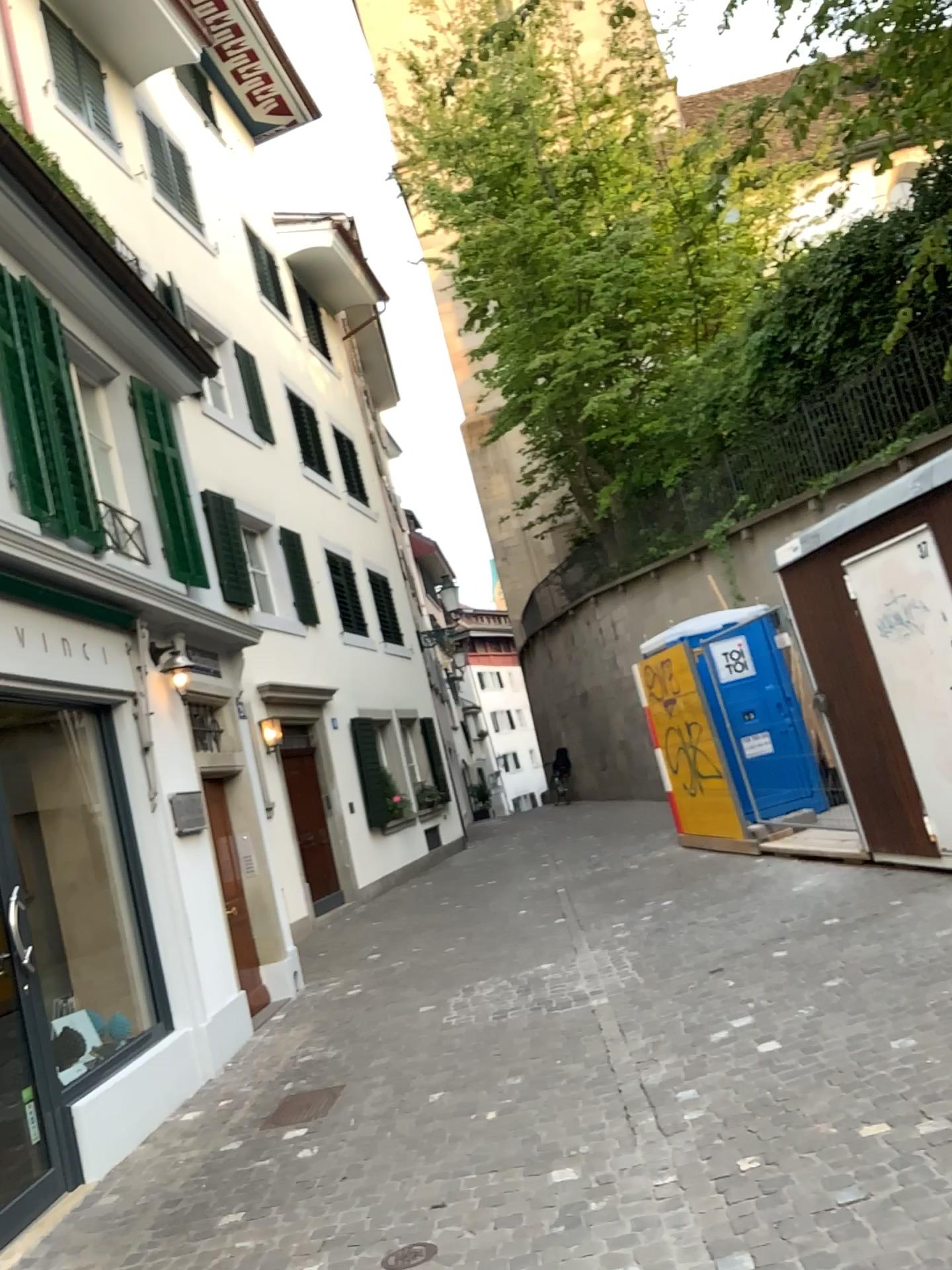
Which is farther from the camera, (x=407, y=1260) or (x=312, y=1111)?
(x=312, y=1111)

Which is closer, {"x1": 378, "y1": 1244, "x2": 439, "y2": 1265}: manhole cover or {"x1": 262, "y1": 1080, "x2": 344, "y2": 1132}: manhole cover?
{"x1": 378, "y1": 1244, "x2": 439, "y2": 1265}: manhole cover

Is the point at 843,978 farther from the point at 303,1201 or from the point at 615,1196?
the point at 303,1201
